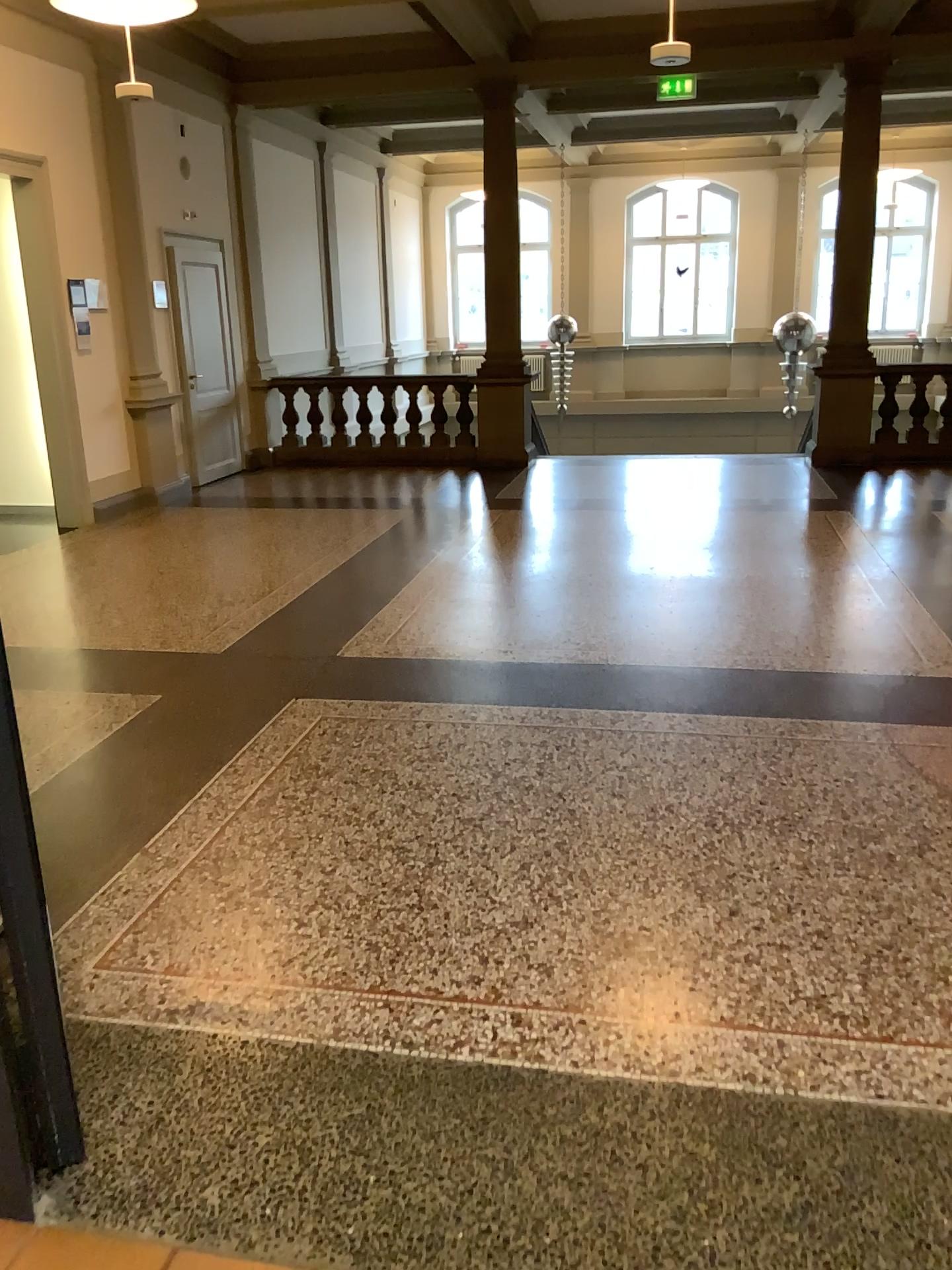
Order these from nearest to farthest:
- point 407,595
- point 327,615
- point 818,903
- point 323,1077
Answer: point 323,1077 < point 818,903 < point 327,615 < point 407,595
